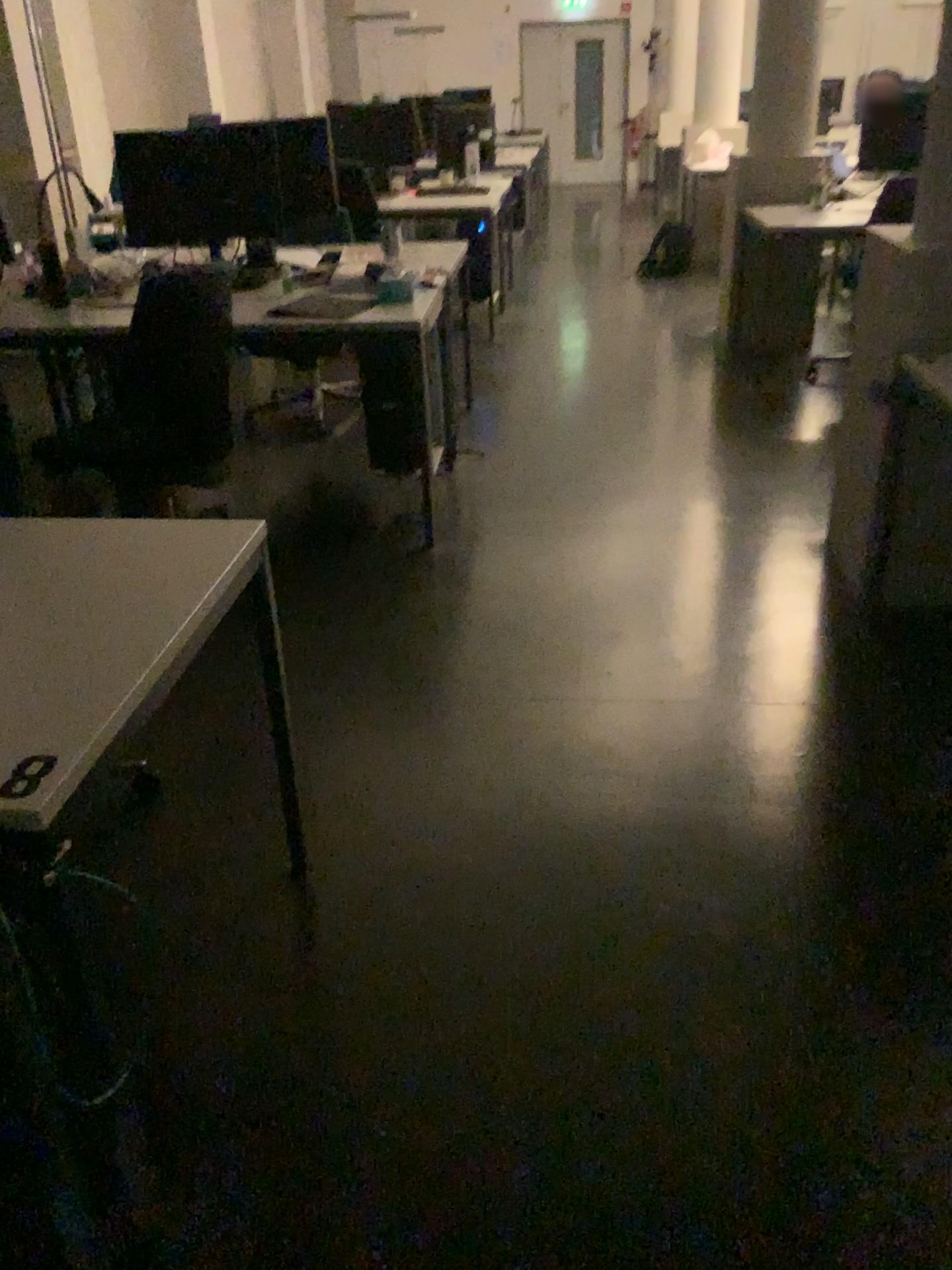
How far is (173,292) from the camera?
2.9 meters

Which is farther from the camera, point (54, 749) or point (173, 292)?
point (173, 292)

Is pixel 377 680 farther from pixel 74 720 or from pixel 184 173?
pixel 184 173

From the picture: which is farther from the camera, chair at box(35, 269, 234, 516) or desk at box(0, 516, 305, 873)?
chair at box(35, 269, 234, 516)

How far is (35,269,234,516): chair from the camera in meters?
2.9
